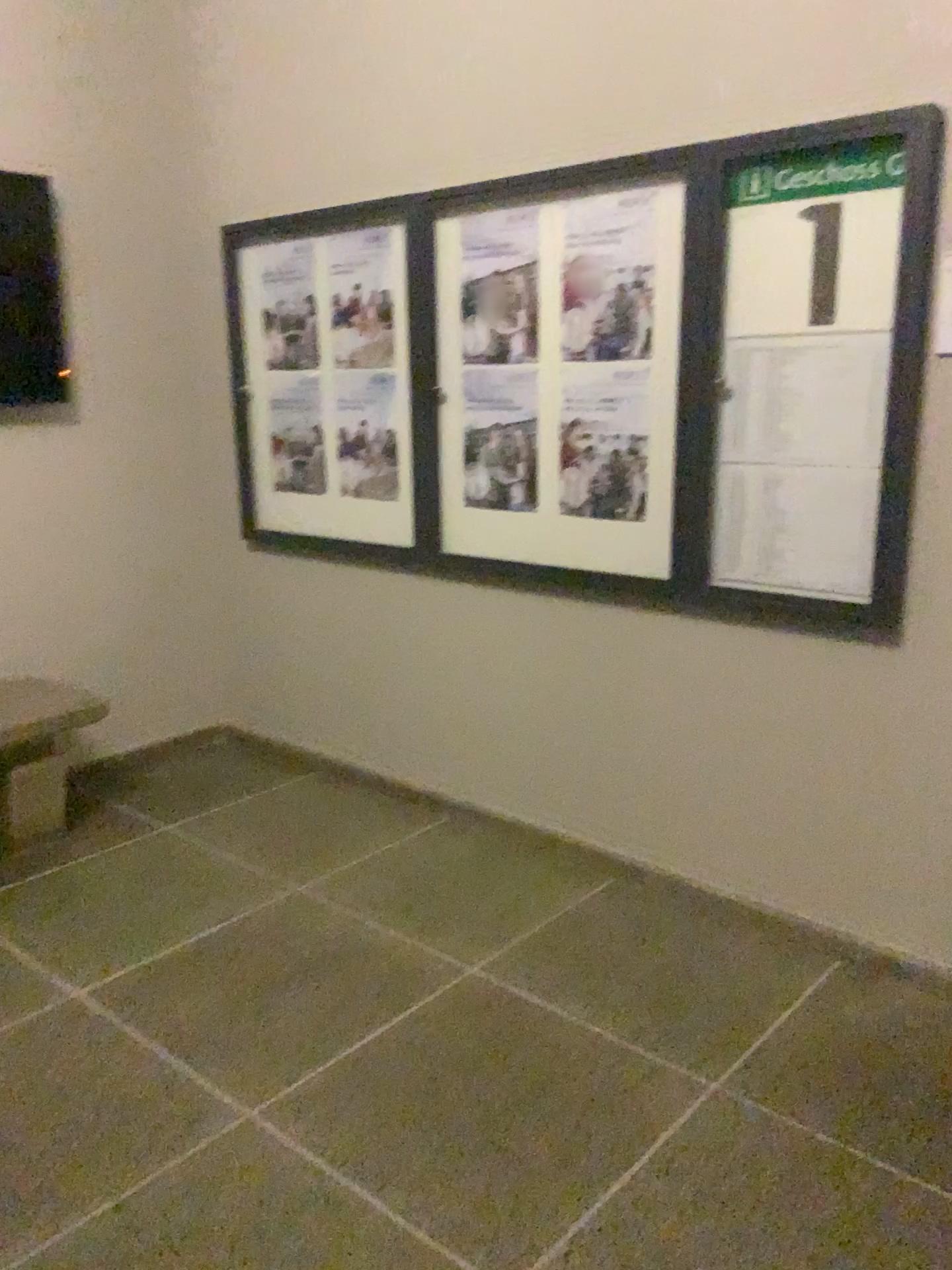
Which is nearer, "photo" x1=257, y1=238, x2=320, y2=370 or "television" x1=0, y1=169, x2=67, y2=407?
"television" x1=0, y1=169, x2=67, y2=407

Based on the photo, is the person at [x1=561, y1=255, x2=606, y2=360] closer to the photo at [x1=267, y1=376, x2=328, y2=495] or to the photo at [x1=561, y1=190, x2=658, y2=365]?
the photo at [x1=561, y1=190, x2=658, y2=365]

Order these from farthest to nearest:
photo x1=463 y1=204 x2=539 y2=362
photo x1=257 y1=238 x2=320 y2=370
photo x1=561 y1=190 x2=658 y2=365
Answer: photo x1=257 y1=238 x2=320 y2=370, photo x1=463 y1=204 x2=539 y2=362, photo x1=561 y1=190 x2=658 y2=365

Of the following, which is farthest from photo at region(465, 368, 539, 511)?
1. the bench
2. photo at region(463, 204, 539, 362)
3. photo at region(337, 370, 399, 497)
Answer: the bench

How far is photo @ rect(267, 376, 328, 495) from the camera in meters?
3.8 m

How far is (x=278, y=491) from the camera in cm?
396

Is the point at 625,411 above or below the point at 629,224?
below

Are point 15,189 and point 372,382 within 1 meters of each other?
no

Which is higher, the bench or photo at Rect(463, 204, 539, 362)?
photo at Rect(463, 204, 539, 362)

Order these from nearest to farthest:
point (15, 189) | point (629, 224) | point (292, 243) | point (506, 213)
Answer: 1. point (629, 224)
2. point (506, 213)
3. point (15, 189)
4. point (292, 243)
